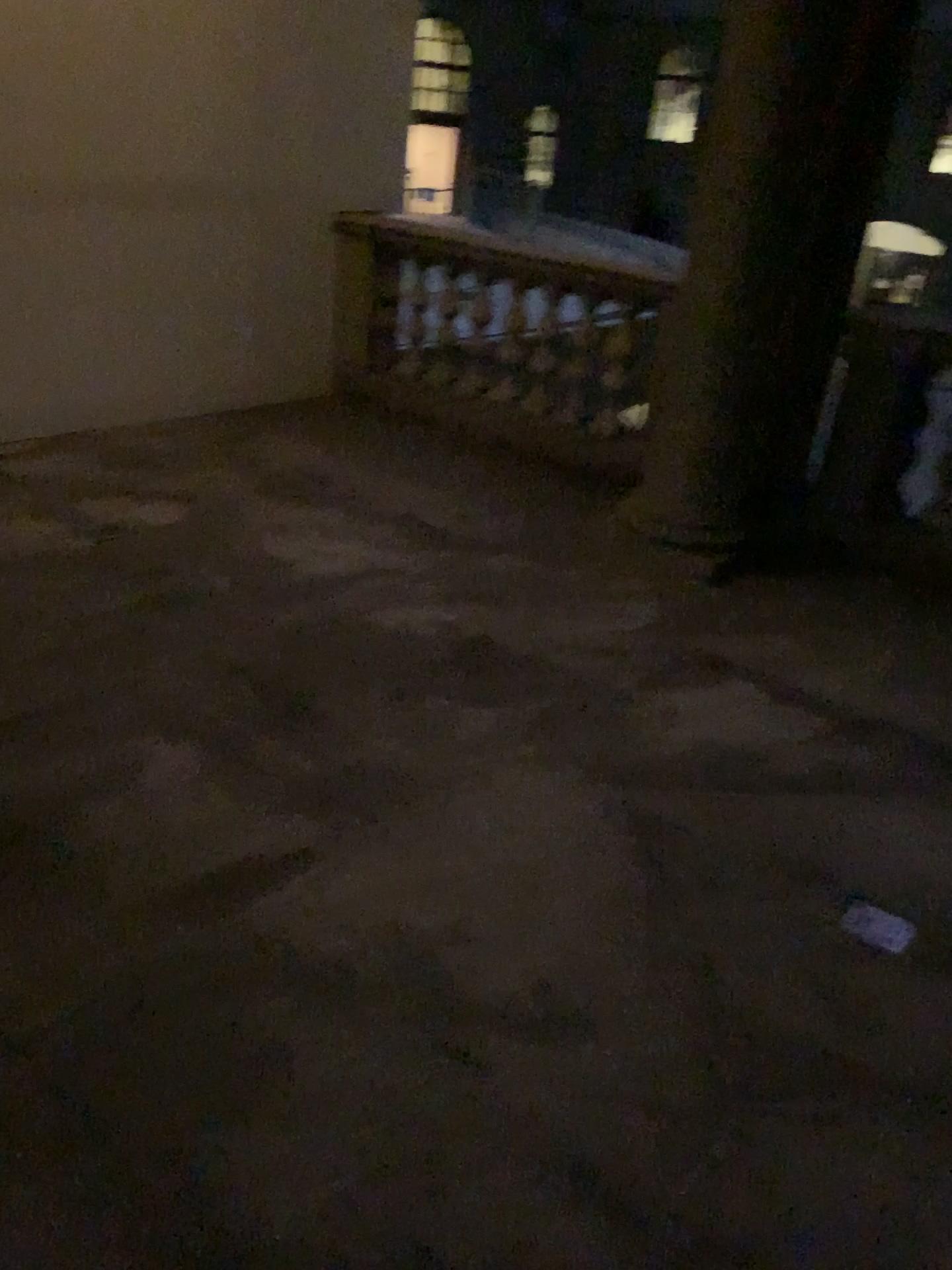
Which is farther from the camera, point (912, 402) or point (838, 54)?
point (912, 402)

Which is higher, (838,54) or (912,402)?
(838,54)

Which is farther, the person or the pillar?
the person

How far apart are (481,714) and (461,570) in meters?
1.1
